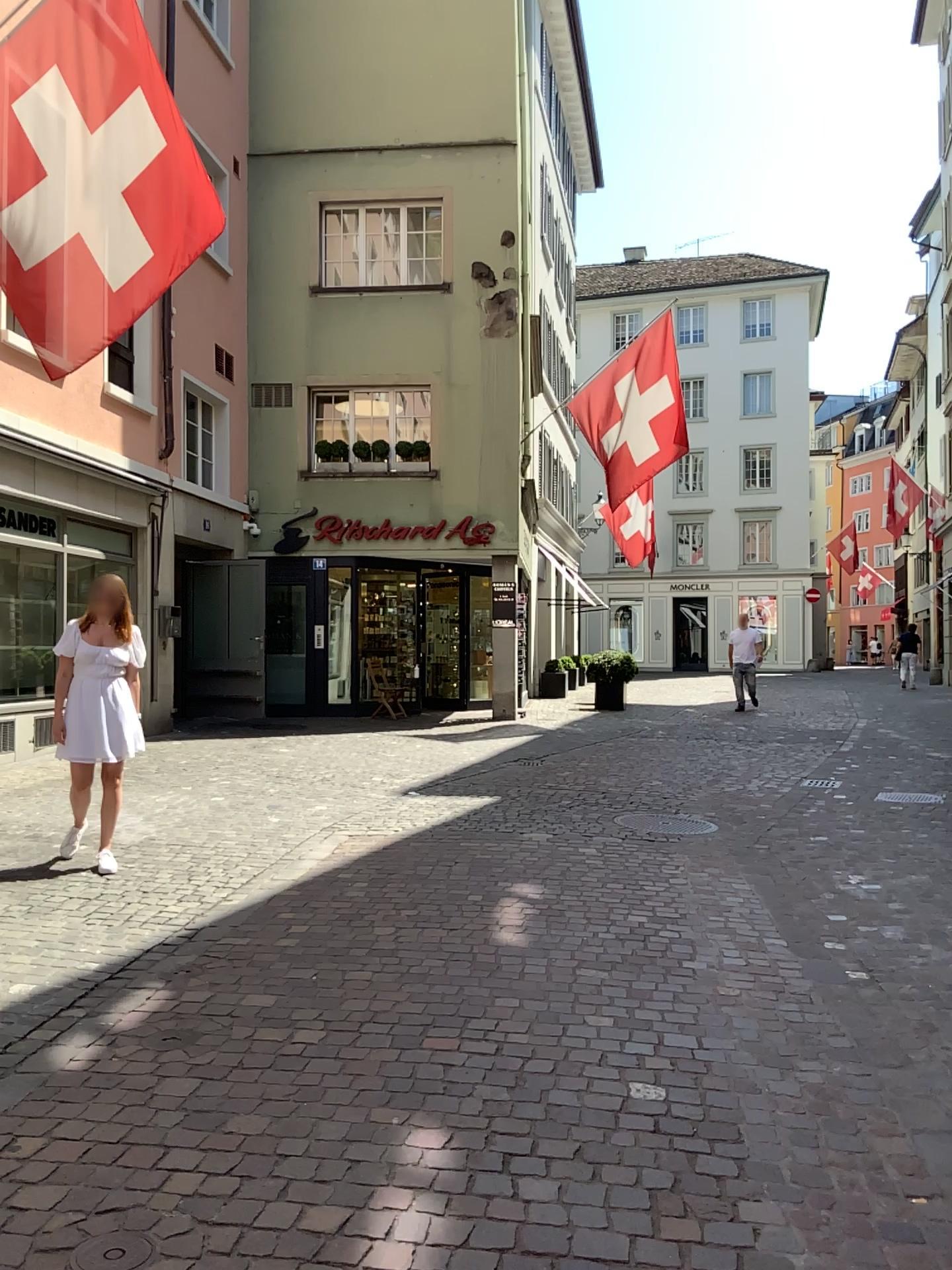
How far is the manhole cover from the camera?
2.3m

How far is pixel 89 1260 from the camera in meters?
2.3 m

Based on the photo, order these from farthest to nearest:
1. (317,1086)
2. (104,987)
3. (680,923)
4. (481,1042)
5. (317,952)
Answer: (680,923), (317,952), (104,987), (481,1042), (317,1086)
